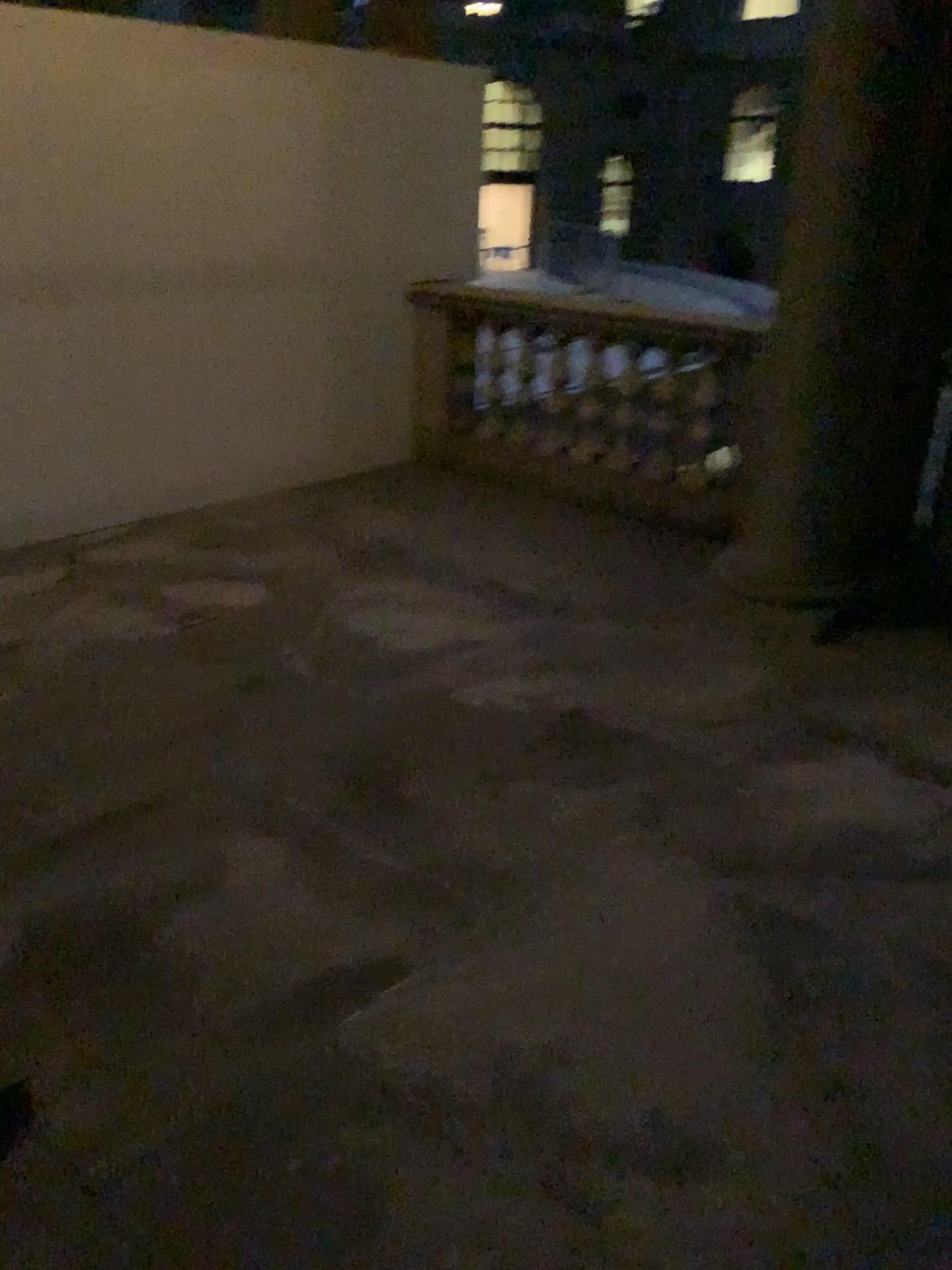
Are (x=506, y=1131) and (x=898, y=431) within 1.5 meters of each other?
no
